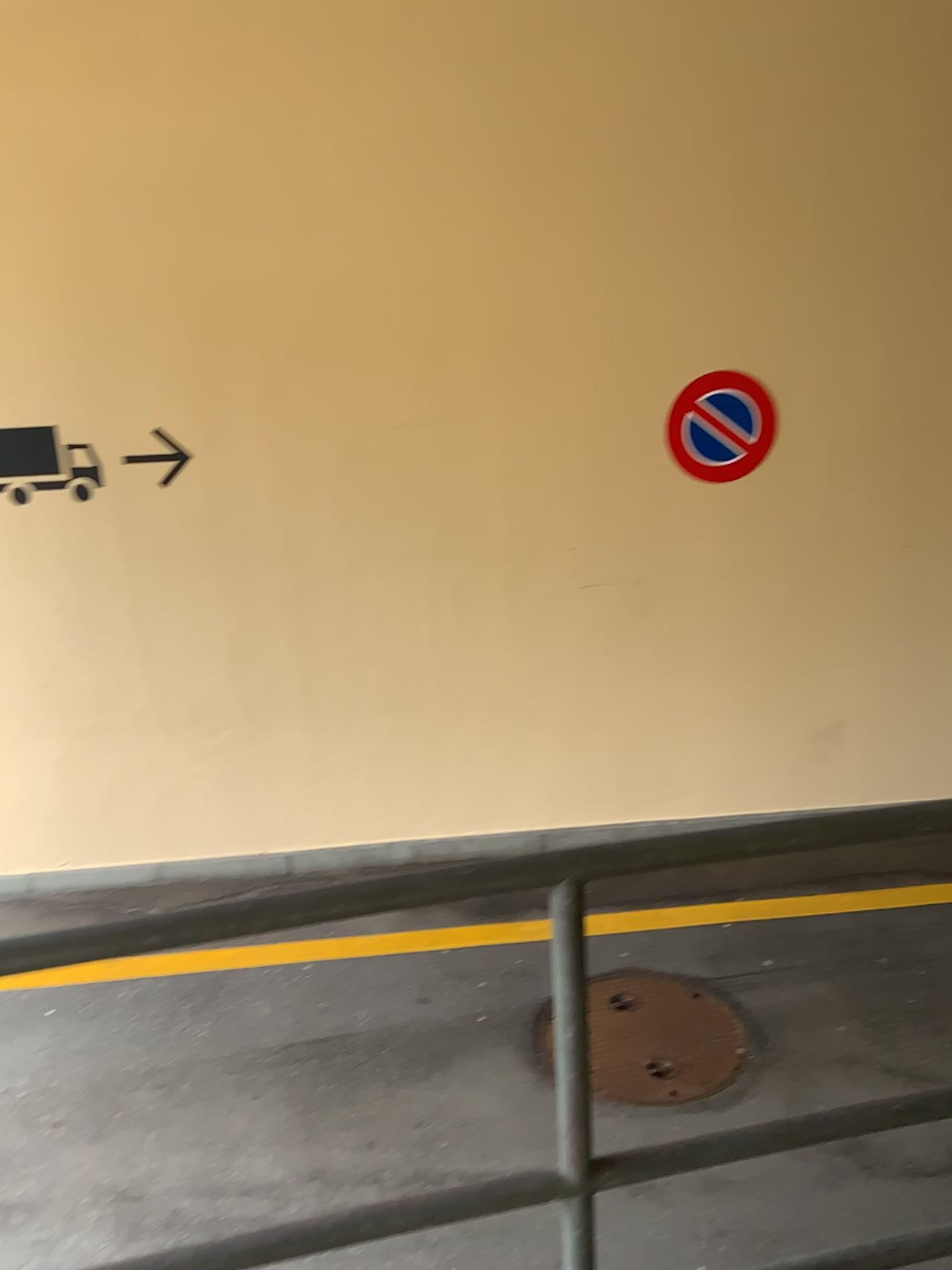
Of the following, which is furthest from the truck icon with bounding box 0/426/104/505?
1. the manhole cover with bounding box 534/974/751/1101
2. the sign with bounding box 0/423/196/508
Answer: the manhole cover with bounding box 534/974/751/1101

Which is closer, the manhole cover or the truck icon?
the manhole cover

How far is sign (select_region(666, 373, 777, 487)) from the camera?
4.70m

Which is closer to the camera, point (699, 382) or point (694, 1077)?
point (694, 1077)

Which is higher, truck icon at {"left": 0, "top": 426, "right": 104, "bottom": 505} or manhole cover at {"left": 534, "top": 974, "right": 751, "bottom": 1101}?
truck icon at {"left": 0, "top": 426, "right": 104, "bottom": 505}

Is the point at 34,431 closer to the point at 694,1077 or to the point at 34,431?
the point at 34,431

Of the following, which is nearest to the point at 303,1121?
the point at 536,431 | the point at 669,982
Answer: the point at 669,982

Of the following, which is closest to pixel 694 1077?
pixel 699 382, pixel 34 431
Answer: pixel 699 382

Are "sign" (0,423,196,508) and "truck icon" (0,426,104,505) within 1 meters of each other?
yes

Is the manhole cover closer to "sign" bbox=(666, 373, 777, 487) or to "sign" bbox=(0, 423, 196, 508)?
"sign" bbox=(666, 373, 777, 487)
